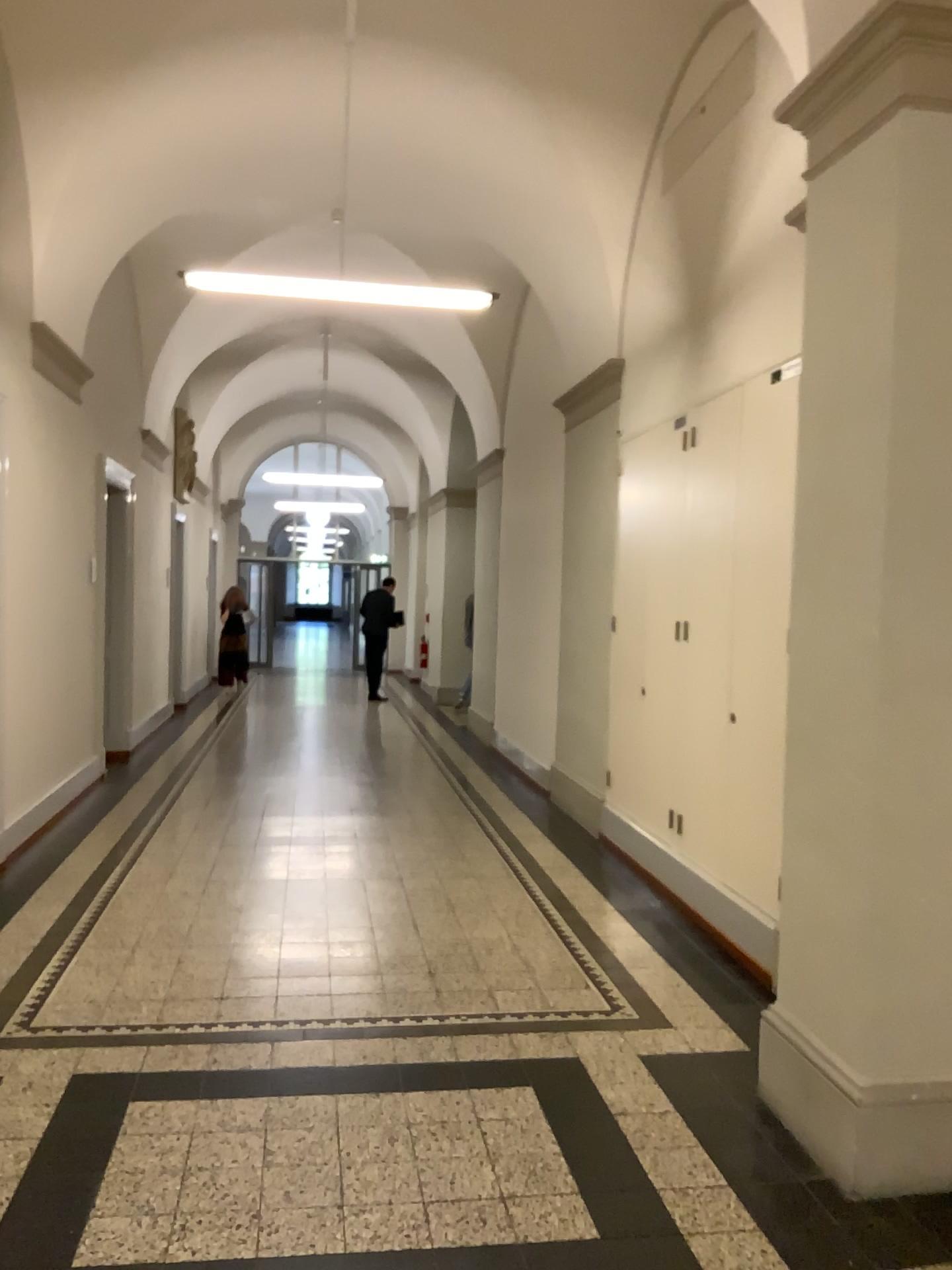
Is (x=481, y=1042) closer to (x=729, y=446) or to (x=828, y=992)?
(x=828, y=992)

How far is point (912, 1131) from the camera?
2.8m

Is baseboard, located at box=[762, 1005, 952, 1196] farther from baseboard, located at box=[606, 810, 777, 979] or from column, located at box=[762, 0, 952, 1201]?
baseboard, located at box=[606, 810, 777, 979]

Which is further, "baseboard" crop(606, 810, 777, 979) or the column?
"baseboard" crop(606, 810, 777, 979)

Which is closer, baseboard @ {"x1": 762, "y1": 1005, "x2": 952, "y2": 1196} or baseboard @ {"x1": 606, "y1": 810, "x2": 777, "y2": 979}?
baseboard @ {"x1": 762, "y1": 1005, "x2": 952, "y2": 1196}

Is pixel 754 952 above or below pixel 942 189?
below

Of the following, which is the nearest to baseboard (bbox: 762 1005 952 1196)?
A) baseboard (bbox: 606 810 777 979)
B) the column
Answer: the column

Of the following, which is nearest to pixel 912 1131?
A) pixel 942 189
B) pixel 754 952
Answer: pixel 754 952

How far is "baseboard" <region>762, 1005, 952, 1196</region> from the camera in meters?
2.8 m
